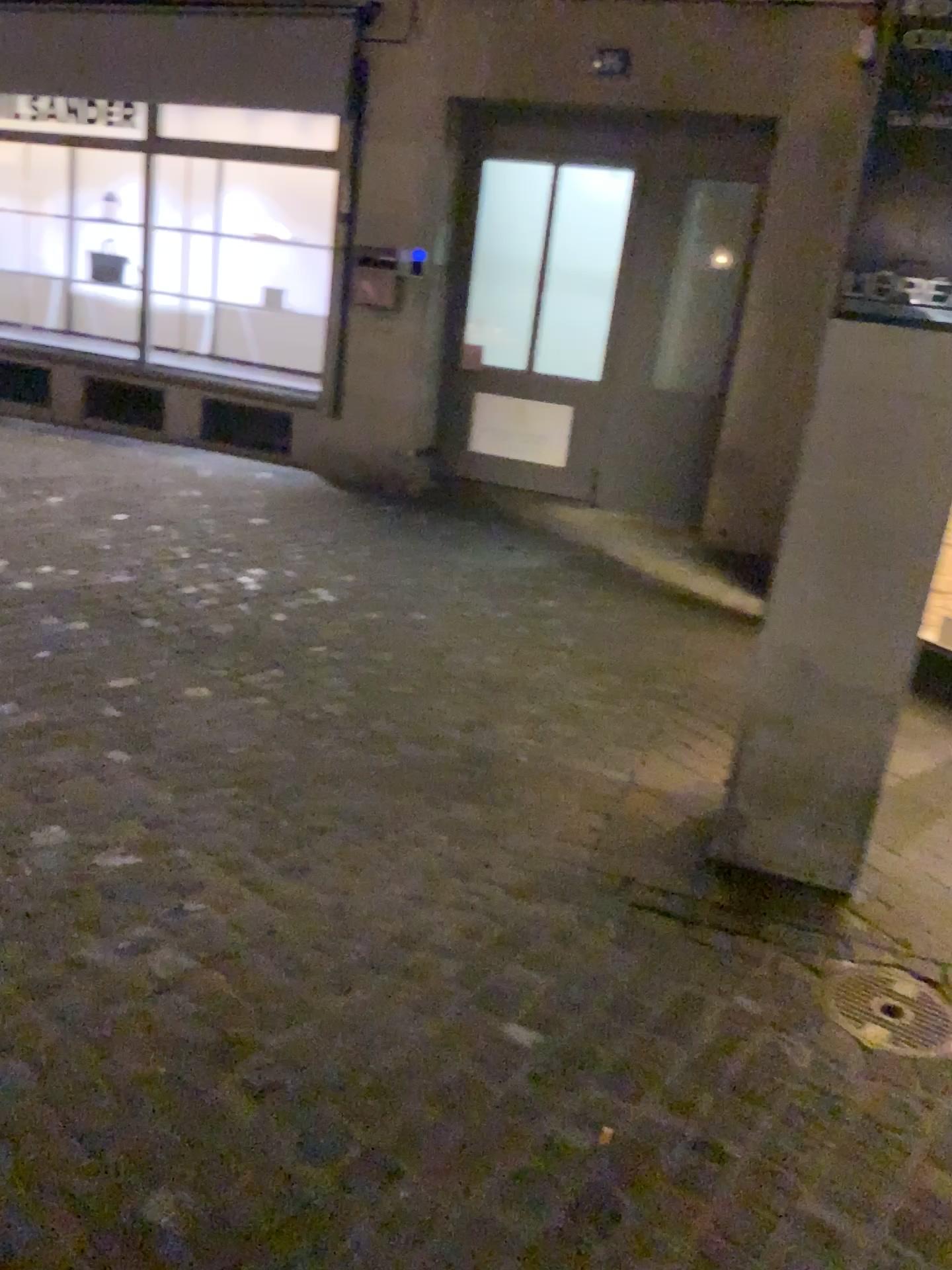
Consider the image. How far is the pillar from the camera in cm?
236

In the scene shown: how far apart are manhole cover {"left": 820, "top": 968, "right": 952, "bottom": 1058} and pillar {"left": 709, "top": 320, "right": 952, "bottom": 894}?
0.3m

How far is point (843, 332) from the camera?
2.4m

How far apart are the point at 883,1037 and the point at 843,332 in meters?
1.5

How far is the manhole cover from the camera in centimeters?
214cm

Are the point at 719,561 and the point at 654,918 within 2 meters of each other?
no

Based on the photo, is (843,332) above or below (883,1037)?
above
